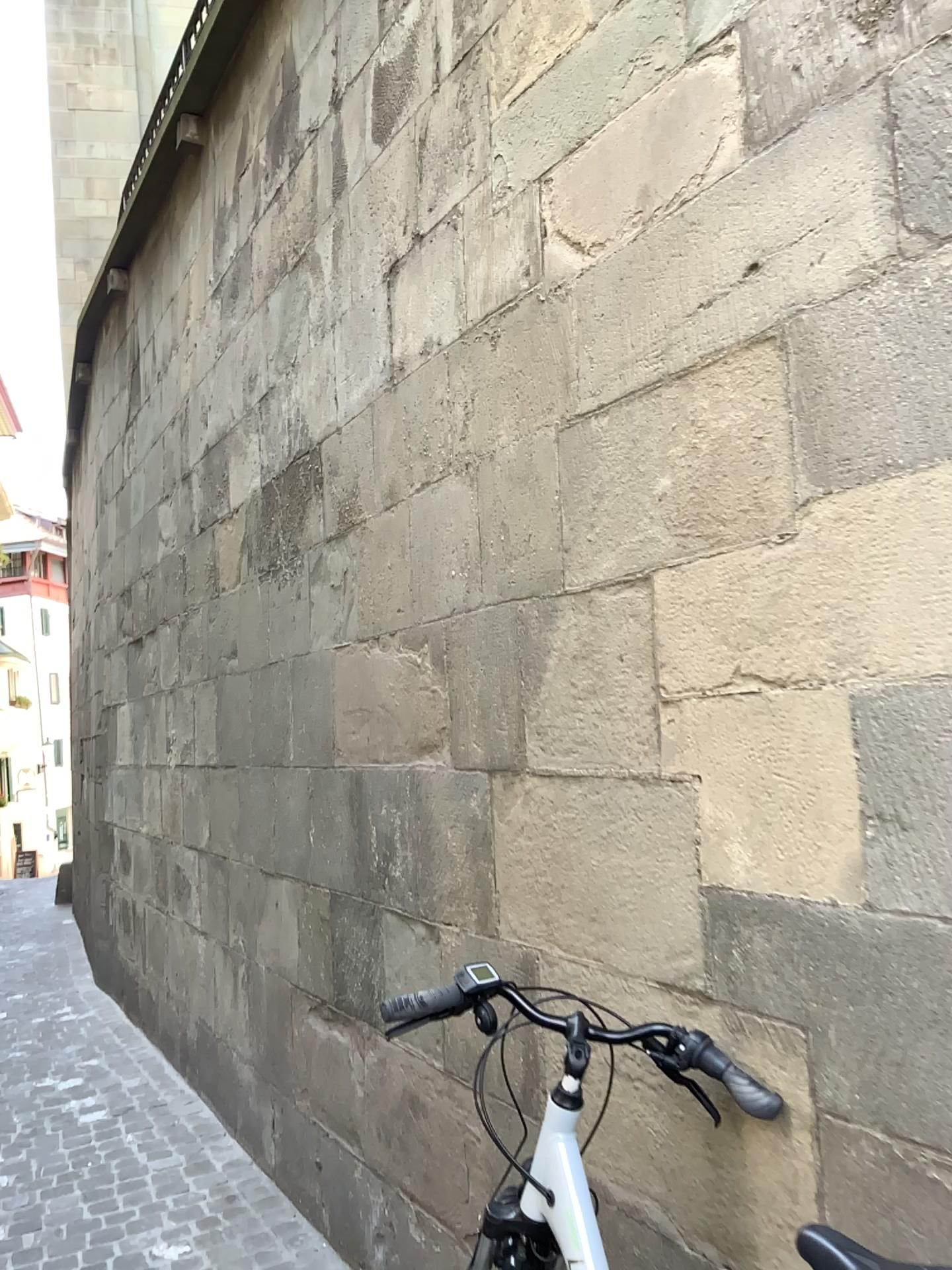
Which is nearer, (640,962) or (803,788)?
(803,788)

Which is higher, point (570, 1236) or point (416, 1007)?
point (416, 1007)

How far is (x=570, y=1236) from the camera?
1.5m

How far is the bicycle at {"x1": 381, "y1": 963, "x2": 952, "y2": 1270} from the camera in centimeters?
150cm
